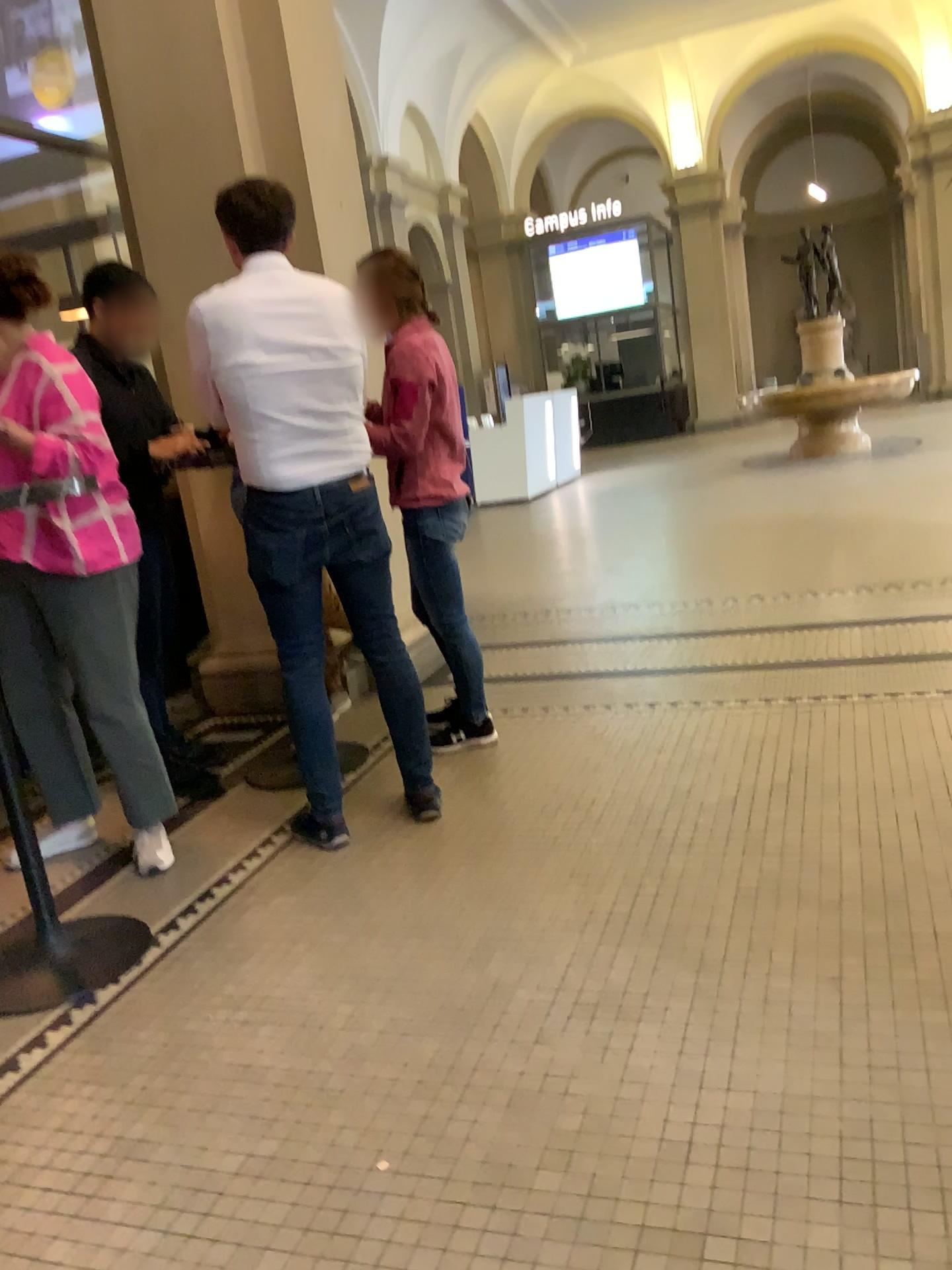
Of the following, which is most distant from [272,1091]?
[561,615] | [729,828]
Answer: [561,615]

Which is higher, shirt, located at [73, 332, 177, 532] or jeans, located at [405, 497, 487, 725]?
shirt, located at [73, 332, 177, 532]

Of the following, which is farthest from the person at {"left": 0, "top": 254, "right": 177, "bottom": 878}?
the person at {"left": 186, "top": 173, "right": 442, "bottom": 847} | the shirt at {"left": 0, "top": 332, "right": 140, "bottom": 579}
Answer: the person at {"left": 186, "top": 173, "right": 442, "bottom": 847}

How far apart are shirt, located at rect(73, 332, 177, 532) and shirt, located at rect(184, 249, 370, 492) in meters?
0.6

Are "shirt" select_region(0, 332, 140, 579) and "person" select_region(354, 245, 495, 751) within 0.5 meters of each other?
no

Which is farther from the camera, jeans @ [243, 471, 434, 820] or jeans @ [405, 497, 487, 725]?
jeans @ [405, 497, 487, 725]

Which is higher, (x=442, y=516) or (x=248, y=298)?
(x=248, y=298)

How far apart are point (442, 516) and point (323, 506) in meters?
0.6 m

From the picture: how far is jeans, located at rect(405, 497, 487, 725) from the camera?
3.4 meters

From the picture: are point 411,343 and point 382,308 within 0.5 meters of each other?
yes
